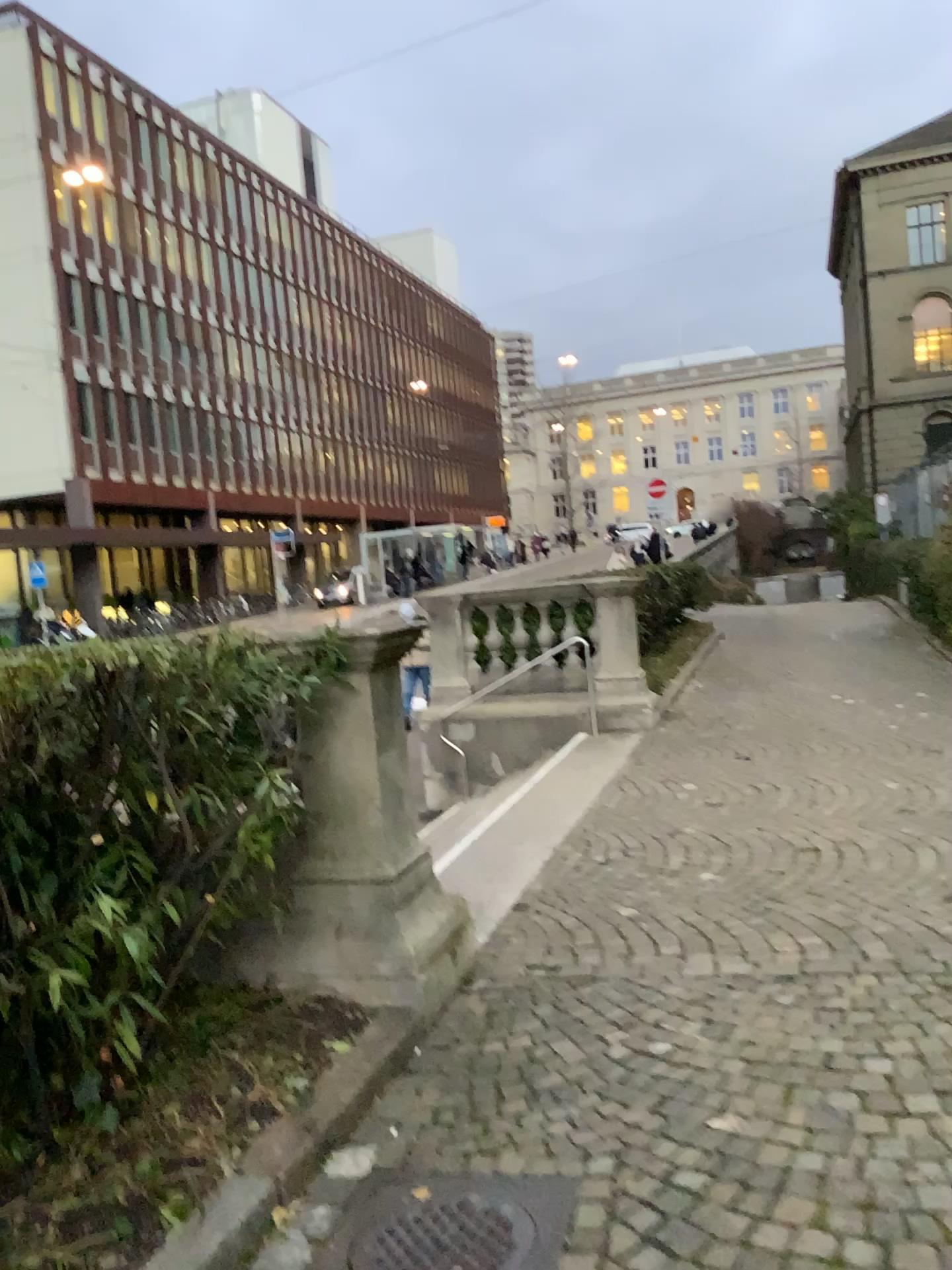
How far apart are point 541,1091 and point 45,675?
1.9 meters
